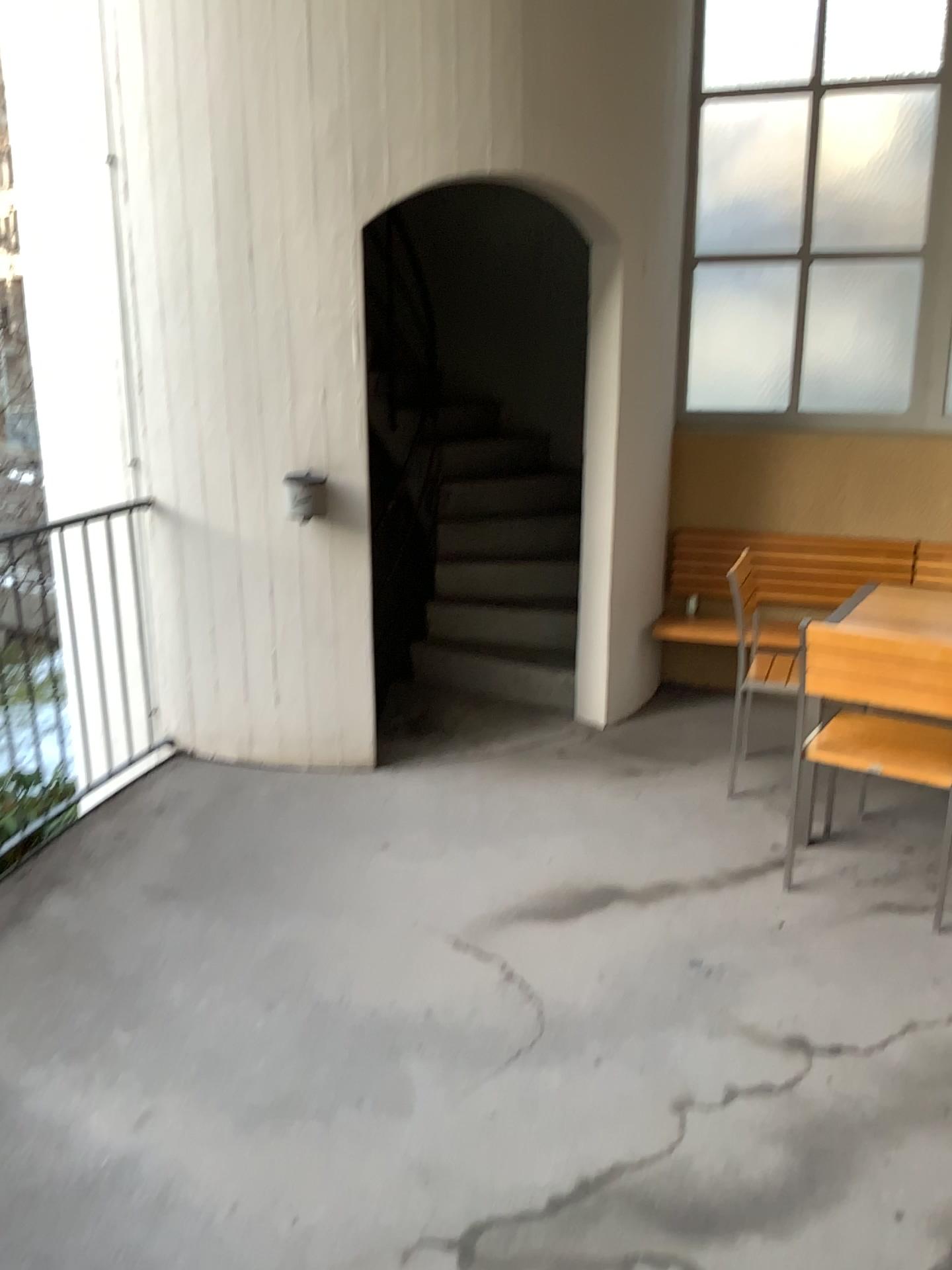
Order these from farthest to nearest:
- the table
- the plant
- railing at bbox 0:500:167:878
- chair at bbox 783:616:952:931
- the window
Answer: the window
railing at bbox 0:500:167:878
the plant
the table
chair at bbox 783:616:952:931

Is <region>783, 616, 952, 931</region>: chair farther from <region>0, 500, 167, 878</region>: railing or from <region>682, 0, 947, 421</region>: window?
<region>0, 500, 167, 878</region>: railing

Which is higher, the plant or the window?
the window

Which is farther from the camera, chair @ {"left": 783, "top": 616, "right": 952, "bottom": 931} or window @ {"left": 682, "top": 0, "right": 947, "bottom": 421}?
window @ {"left": 682, "top": 0, "right": 947, "bottom": 421}

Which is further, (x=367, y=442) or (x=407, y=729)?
(x=407, y=729)

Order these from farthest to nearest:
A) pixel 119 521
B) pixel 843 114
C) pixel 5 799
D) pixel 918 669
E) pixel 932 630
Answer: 1. pixel 843 114
2. pixel 119 521
3. pixel 5 799
4. pixel 932 630
5. pixel 918 669

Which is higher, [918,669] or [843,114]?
[843,114]

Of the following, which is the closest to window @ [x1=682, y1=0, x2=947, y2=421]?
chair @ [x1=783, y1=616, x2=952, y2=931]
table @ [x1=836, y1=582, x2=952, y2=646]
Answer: table @ [x1=836, y1=582, x2=952, y2=646]

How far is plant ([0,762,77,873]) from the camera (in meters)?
3.41

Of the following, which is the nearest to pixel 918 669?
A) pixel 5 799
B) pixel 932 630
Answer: pixel 932 630
